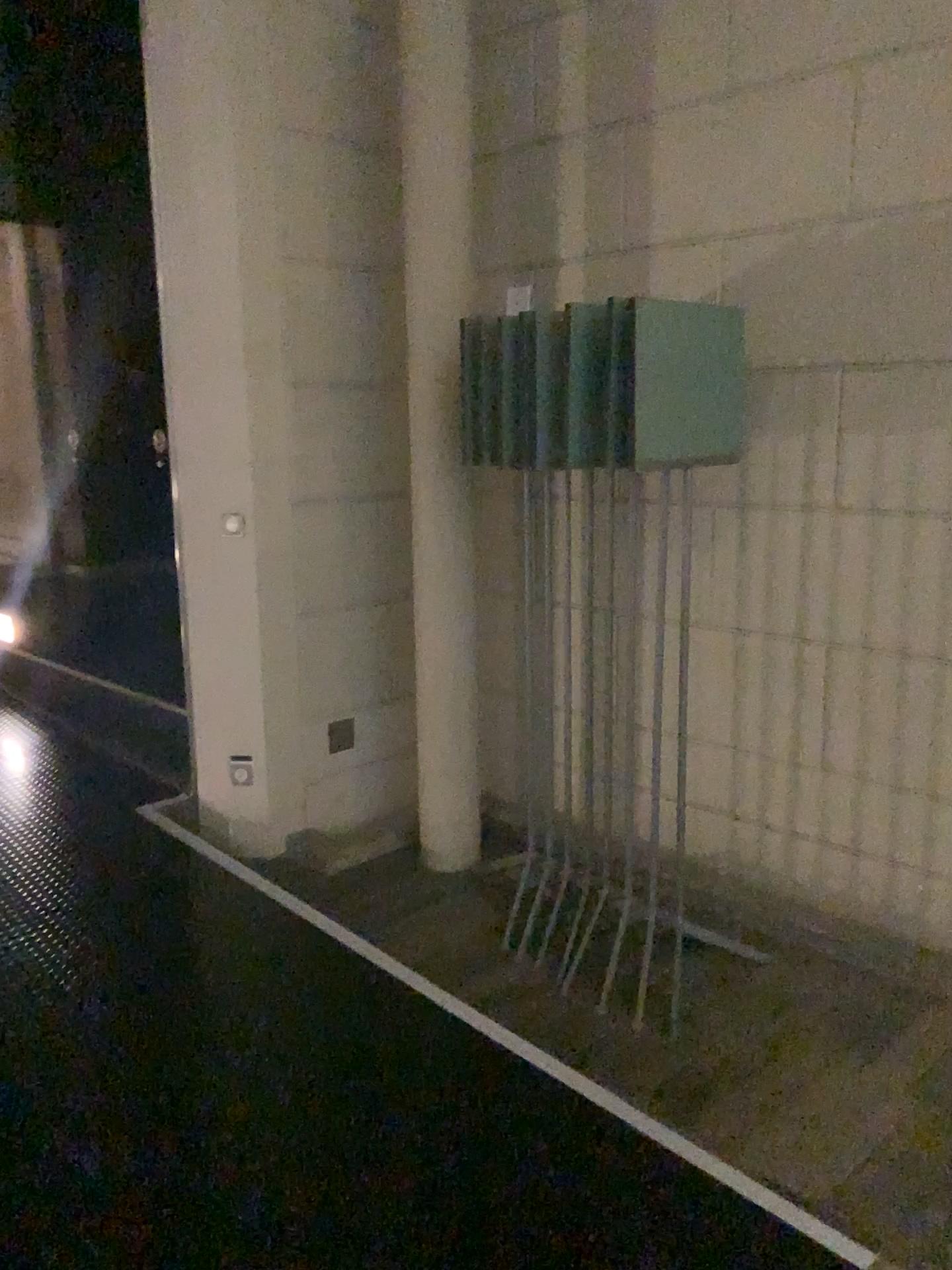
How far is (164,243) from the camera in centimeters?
352cm
